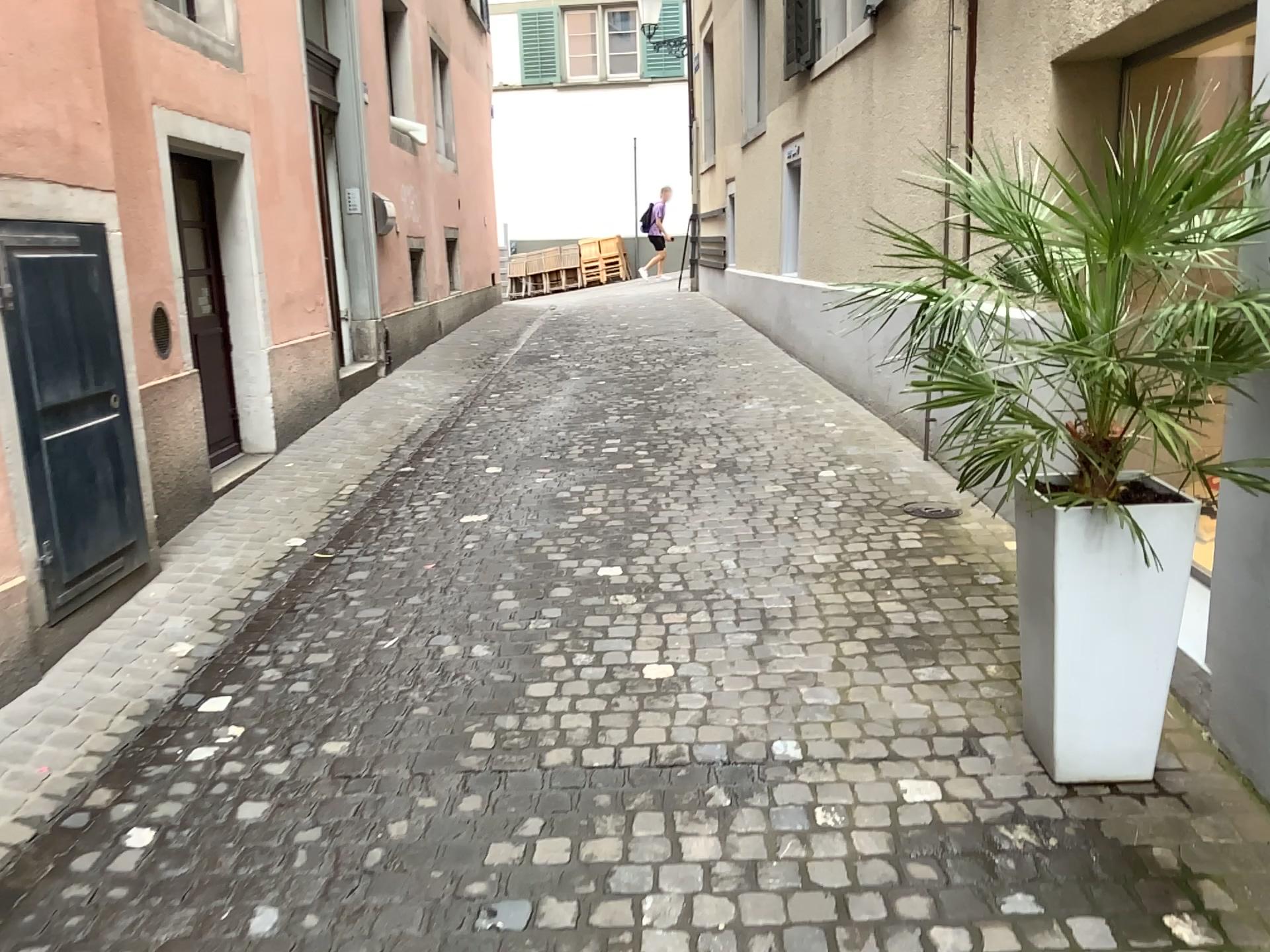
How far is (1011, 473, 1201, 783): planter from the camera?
2.40m

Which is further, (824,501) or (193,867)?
(824,501)

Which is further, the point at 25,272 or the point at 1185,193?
the point at 25,272

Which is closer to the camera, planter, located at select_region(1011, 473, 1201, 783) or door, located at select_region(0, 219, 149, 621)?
planter, located at select_region(1011, 473, 1201, 783)

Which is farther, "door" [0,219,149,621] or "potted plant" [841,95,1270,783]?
"door" [0,219,149,621]

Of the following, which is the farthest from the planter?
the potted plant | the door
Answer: the door

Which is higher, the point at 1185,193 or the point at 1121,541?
the point at 1185,193

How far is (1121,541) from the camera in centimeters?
240cm

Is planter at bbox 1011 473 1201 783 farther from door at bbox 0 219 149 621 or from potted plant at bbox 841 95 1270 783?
door at bbox 0 219 149 621
